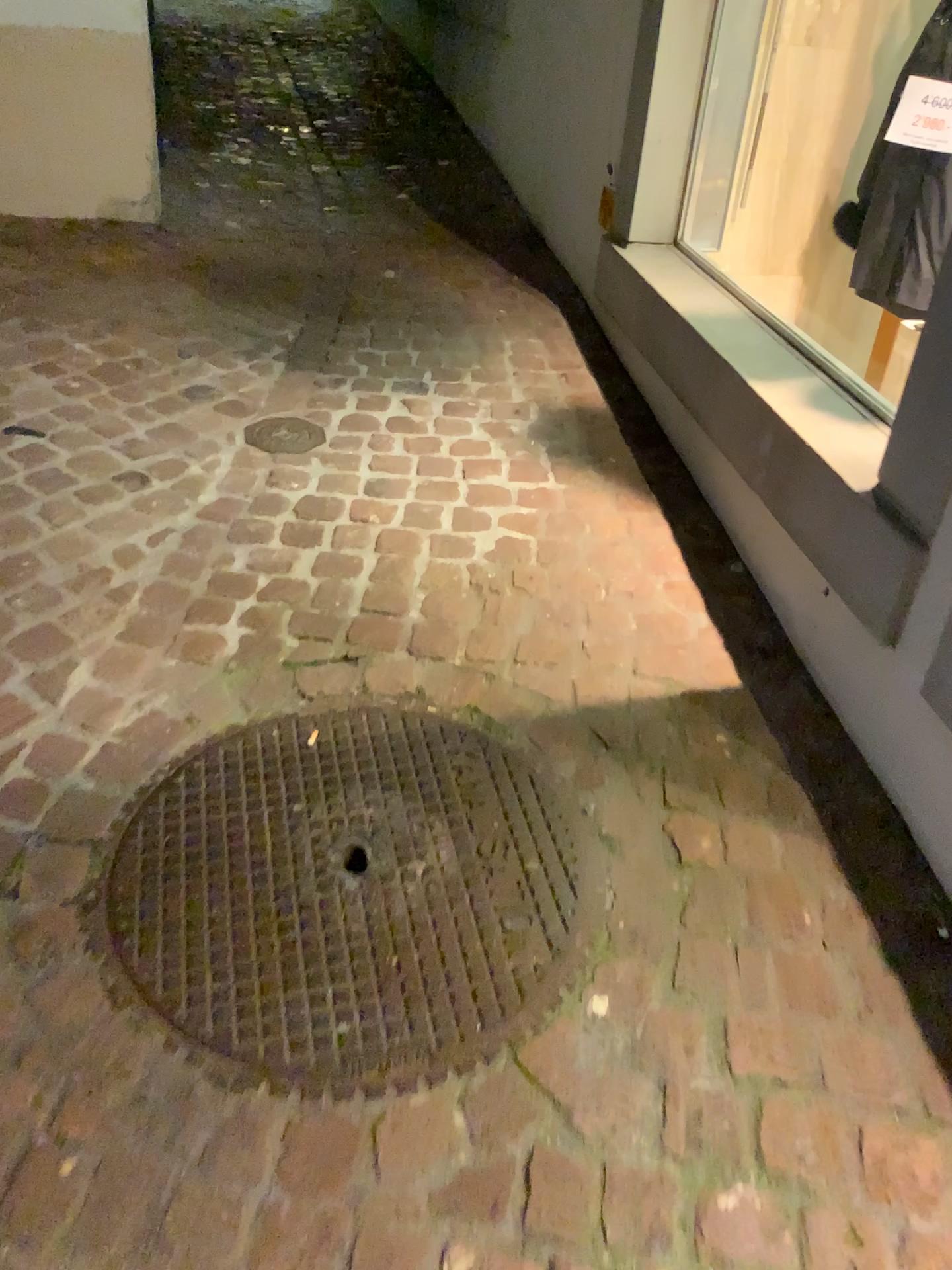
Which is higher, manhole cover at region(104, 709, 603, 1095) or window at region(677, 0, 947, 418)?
window at region(677, 0, 947, 418)

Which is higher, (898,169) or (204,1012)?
(898,169)

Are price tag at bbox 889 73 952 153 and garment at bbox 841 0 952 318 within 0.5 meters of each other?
yes

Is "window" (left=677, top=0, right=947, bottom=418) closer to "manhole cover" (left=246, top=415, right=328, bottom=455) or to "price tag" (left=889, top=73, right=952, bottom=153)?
"price tag" (left=889, top=73, right=952, bottom=153)

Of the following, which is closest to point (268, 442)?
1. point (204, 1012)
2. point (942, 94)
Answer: point (204, 1012)

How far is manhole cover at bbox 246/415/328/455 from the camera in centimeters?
255cm

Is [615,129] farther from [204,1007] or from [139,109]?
[204,1007]

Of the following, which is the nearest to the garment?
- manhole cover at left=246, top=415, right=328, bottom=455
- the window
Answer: the window

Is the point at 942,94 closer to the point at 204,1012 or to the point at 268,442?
the point at 268,442

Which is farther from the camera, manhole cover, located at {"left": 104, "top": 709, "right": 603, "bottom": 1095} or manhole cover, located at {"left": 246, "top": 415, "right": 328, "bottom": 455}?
A: manhole cover, located at {"left": 246, "top": 415, "right": 328, "bottom": 455}
